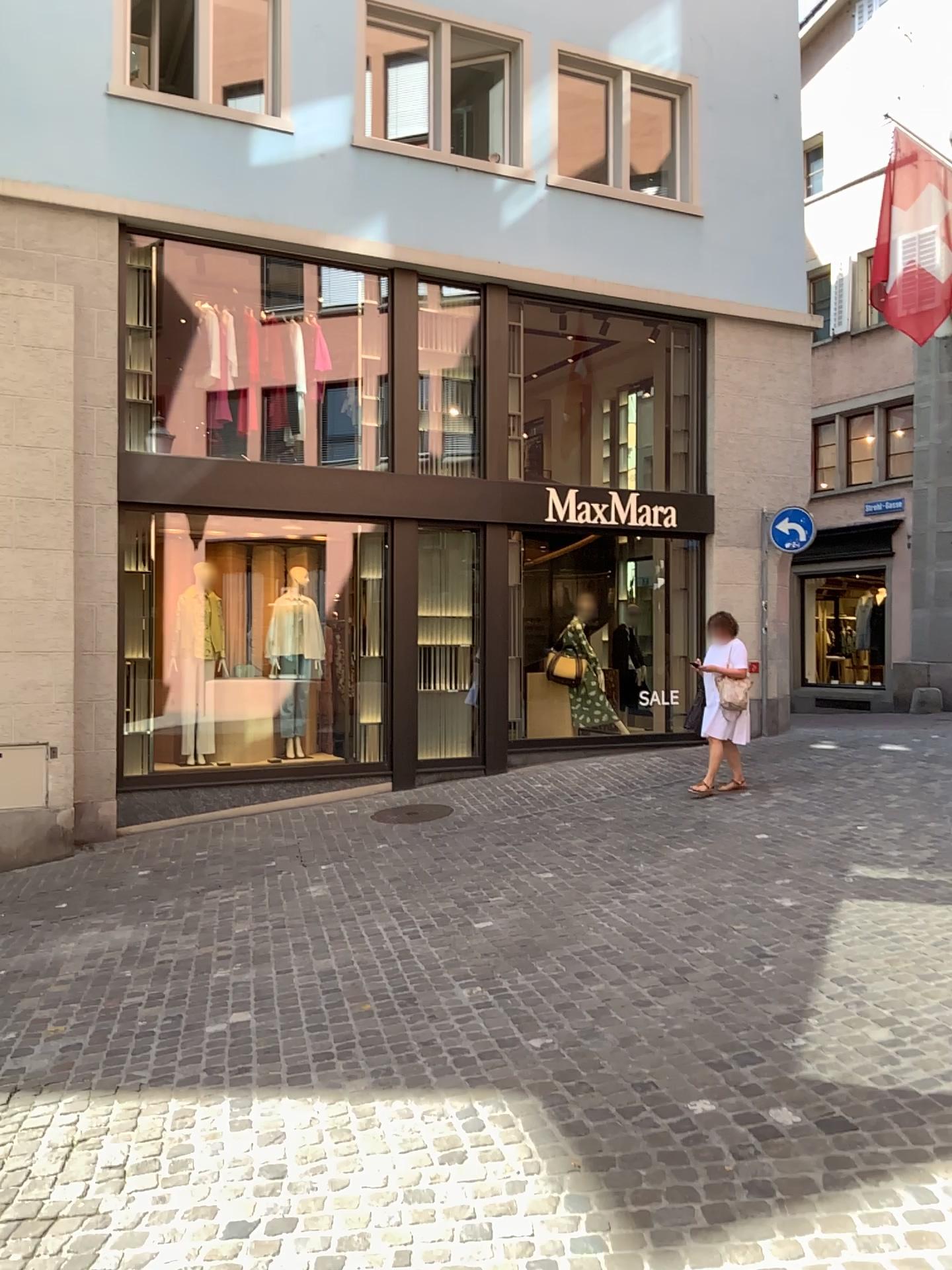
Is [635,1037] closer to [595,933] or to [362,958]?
[595,933]
